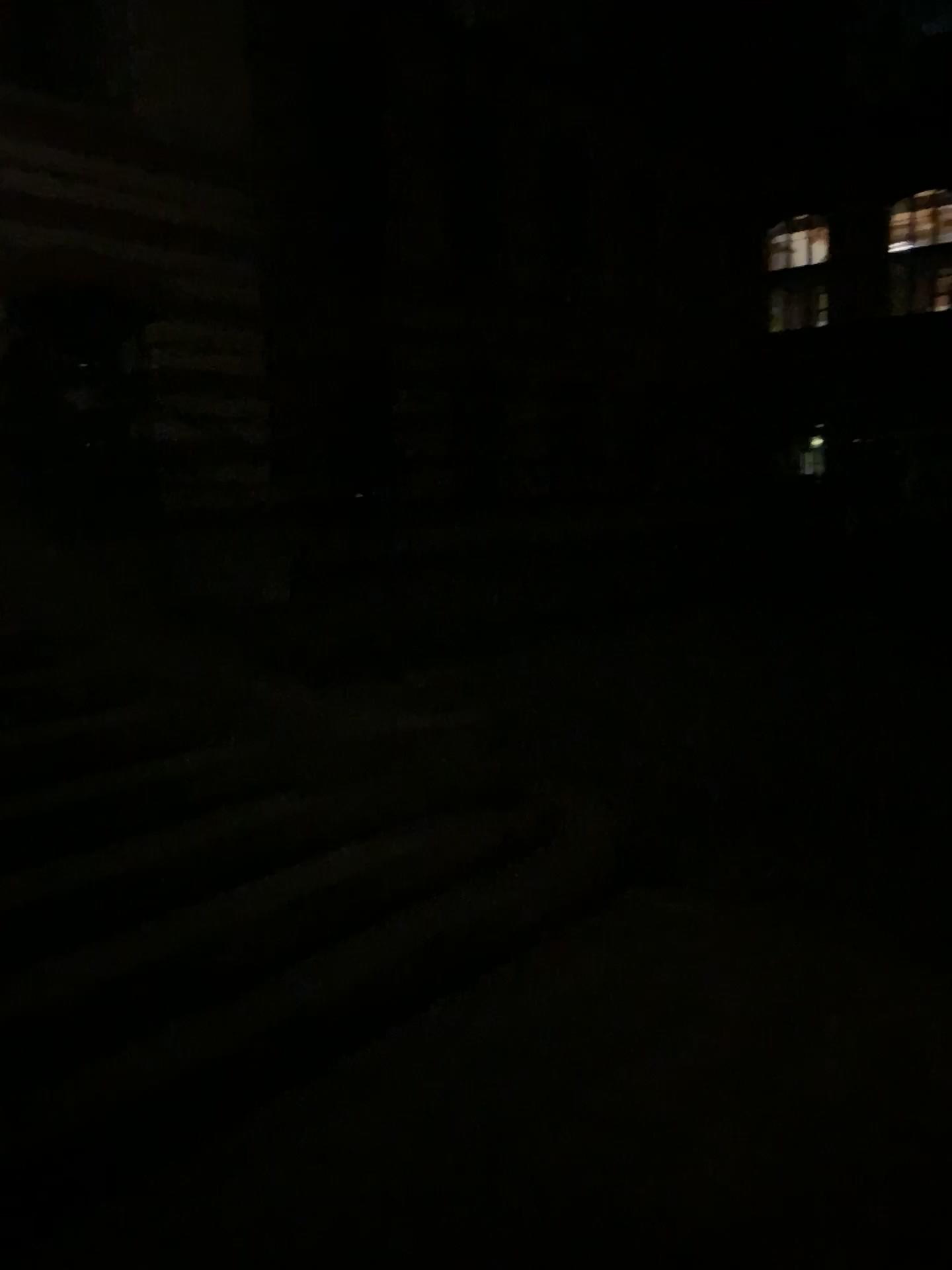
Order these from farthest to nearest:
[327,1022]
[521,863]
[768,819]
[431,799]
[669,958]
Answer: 1. [768,819]
2. [431,799]
3. [521,863]
4. [669,958]
5. [327,1022]
